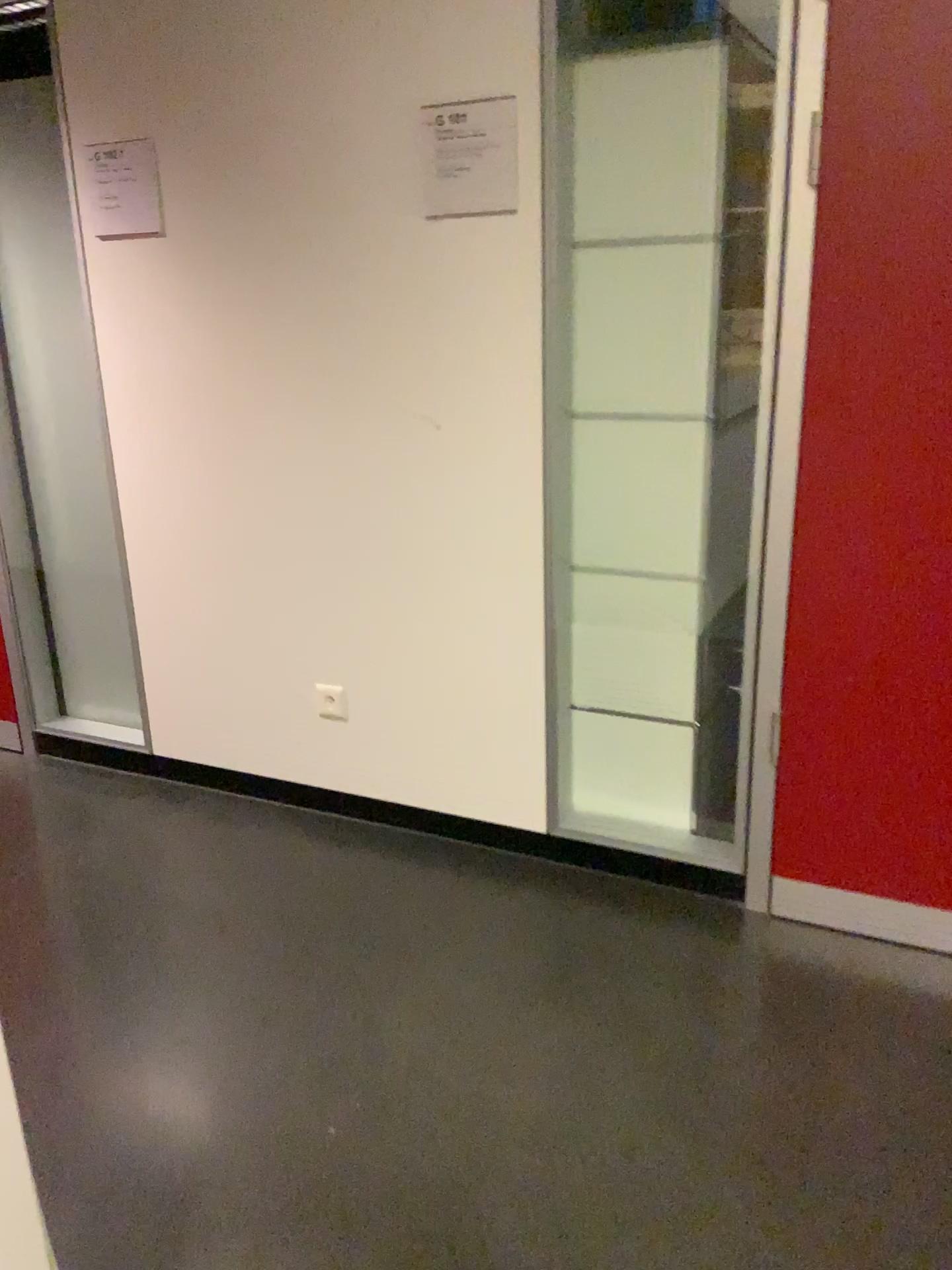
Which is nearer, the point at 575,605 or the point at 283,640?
the point at 575,605

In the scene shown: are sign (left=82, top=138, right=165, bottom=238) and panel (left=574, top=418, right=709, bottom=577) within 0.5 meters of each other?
no

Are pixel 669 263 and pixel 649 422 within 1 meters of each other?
yes

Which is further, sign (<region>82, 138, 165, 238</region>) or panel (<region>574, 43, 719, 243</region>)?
sign (<region>82, 138, 165, 238</region>)

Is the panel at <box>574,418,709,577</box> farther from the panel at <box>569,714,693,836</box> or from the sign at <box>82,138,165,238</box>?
the sign at <box>82,138,165,238</box>

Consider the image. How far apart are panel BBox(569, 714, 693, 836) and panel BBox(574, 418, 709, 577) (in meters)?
0.37

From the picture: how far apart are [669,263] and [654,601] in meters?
0.7

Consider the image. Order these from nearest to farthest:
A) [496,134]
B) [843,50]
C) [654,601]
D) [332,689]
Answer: [843,50] → [496,134] → [654,601] → [332,689]

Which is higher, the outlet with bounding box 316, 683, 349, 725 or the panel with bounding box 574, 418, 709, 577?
the panel with bounding box 574, 418, 709, 577

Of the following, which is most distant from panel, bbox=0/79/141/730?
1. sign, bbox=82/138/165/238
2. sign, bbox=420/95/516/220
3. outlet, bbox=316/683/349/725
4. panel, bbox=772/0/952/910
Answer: panel, bbox=772/0/952/910
